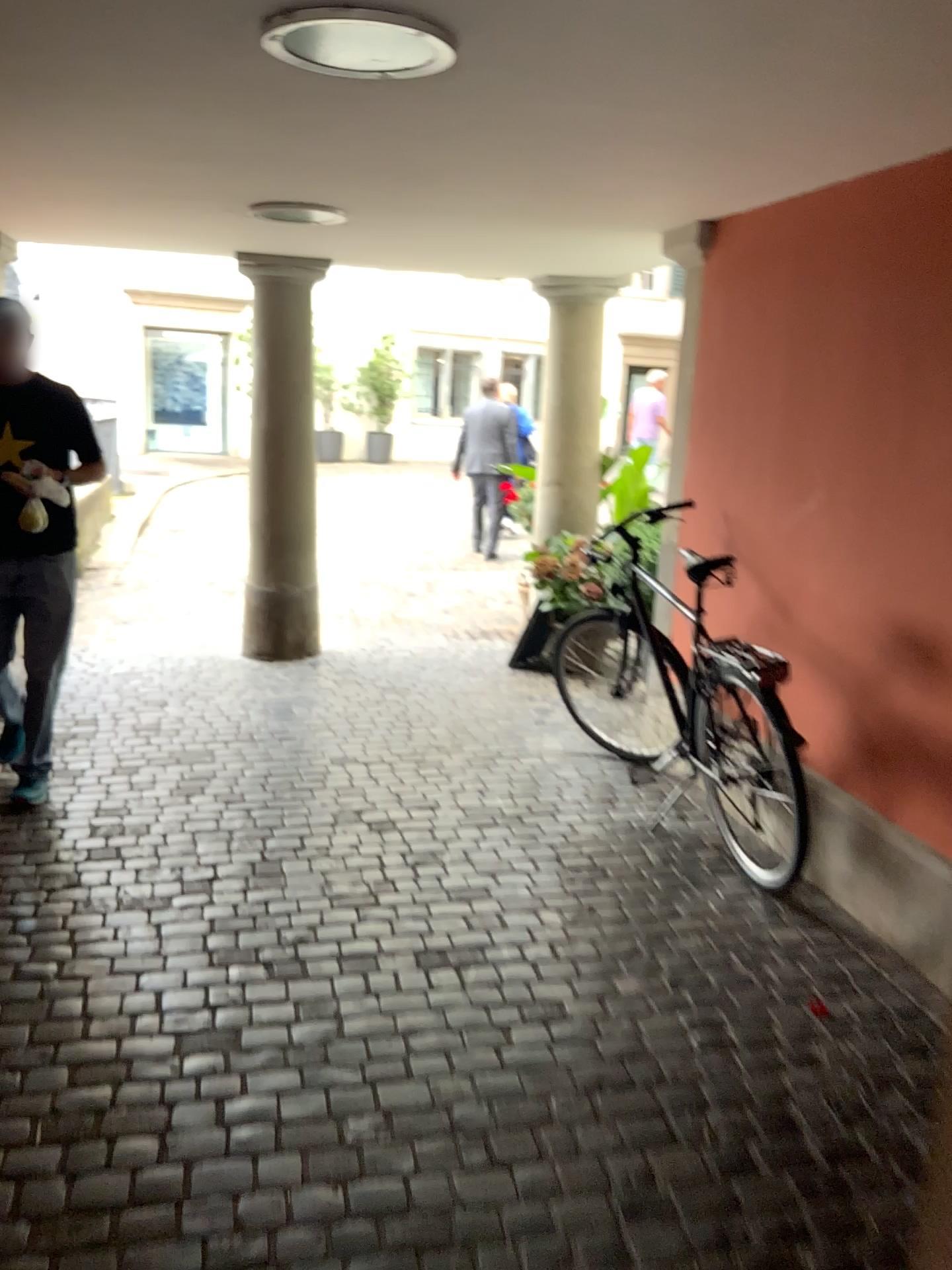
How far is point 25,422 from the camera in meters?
3.5 m

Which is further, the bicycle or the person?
the person

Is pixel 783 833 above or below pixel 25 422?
below

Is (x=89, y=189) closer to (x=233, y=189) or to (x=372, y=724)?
(x=233, y=189)

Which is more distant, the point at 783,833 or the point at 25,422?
the point at 25,422

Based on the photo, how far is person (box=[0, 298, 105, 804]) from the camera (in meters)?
3.49
